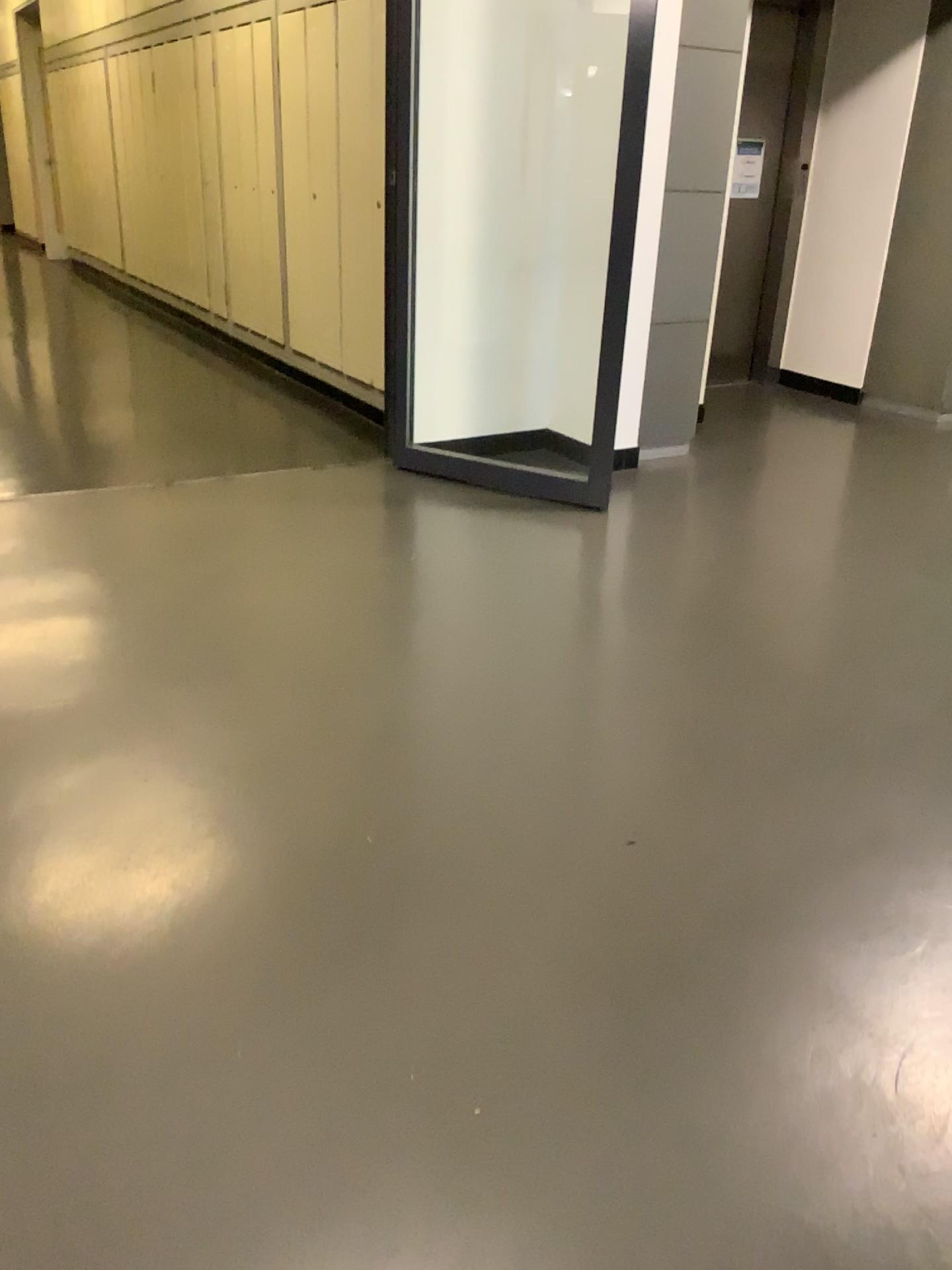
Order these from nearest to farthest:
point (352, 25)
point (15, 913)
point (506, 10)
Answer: point (15, 913), point (506, 10), point (352, 25)

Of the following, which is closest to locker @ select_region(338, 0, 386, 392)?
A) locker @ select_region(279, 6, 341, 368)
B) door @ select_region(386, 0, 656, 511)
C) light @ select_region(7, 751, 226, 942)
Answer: locker @ select_region(279, 6, 341, 368)

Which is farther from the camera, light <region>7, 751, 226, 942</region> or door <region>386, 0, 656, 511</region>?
door <region>386, 0, 656, 511</region>

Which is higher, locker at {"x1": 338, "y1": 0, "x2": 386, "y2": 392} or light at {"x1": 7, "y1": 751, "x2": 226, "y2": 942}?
locker at {"x1": 338, "y1": 0, "x2": 386, "y2": 392}

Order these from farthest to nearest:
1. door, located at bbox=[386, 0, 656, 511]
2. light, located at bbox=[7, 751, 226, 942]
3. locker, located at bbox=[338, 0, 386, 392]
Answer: locker, located at bbox=[338, 0, 386, 392], door, located at bbox=[386, 0, 656, 511], light, located at bbox=[7, 751, 226, 942]

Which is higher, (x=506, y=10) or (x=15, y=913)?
(x=506, y=10)

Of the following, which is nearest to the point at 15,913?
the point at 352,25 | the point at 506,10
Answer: the point at 506,10

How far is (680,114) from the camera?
4.05m

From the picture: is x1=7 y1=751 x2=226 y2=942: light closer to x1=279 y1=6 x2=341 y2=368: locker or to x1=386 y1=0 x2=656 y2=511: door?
x1=386 y1=0 x2=656 y2=511: door

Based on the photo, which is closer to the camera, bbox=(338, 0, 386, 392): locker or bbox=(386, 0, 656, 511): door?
bbox=(386, 0, 656, 511): door
